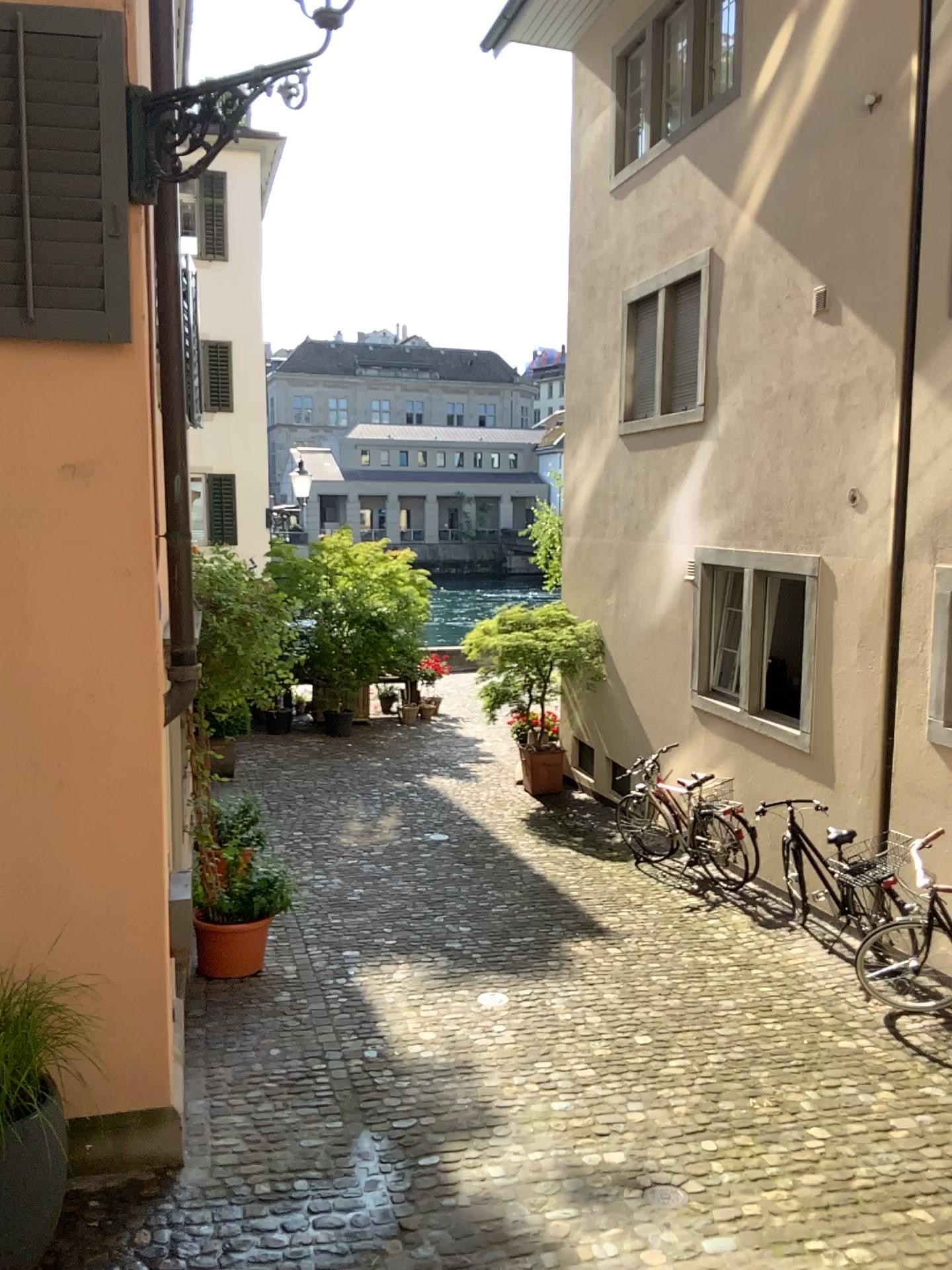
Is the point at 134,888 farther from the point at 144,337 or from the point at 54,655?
the point at 144,337

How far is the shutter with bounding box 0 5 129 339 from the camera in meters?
4.0

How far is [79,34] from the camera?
4.0 meters
